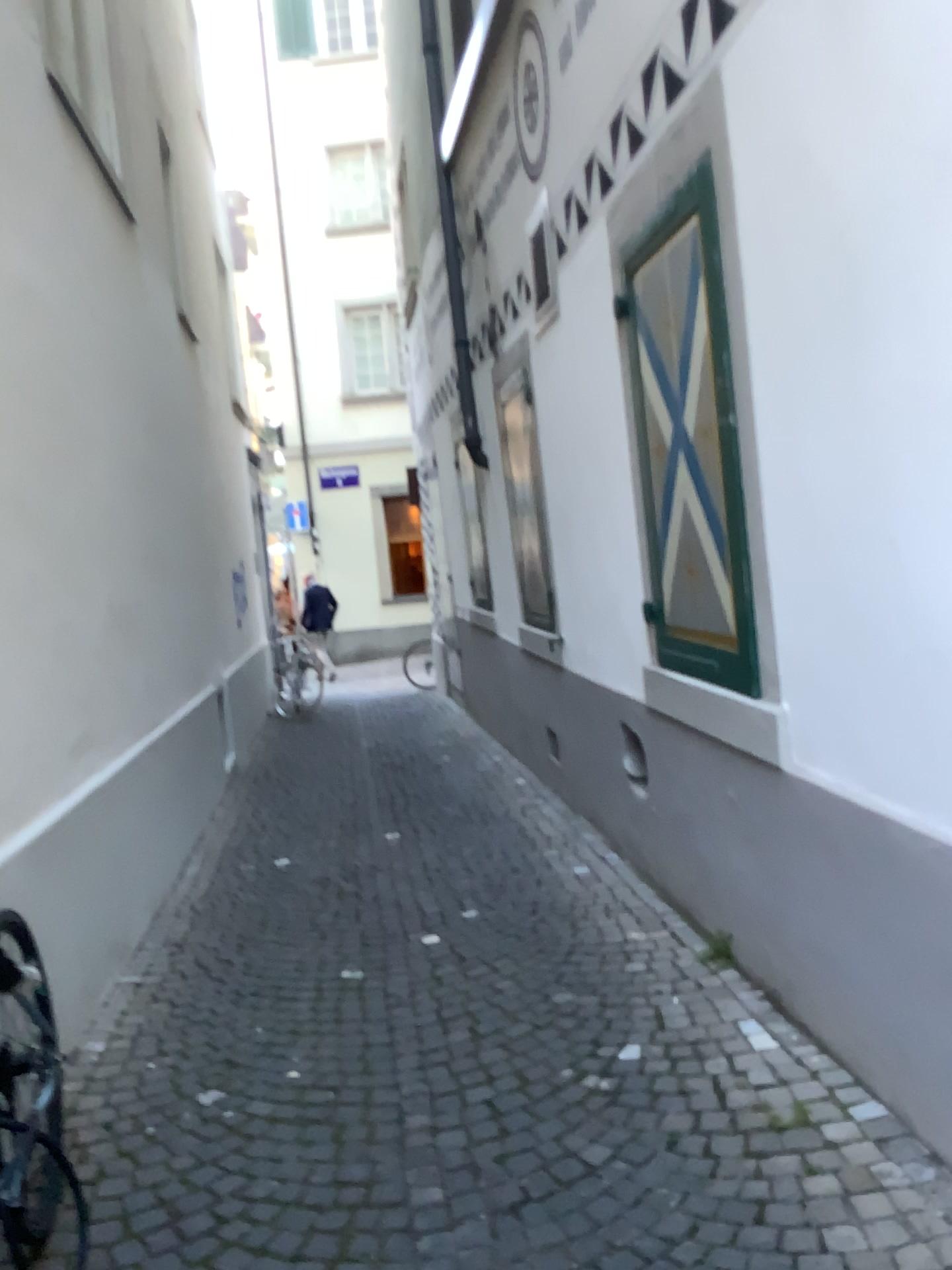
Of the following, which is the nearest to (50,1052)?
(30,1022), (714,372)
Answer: (30,1022)

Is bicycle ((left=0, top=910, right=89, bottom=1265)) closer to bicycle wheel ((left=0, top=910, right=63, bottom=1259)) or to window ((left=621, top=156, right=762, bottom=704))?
bicycle wheel ((left=0, top=910, right=63, bottom=1259))

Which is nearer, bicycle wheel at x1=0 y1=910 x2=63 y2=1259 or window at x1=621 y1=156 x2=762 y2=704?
bicycle wheel at x1=0 y1=910 x2=63 y2=1259

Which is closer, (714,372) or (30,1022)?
(30,1022)

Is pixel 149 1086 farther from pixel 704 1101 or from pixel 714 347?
pixel 714 347

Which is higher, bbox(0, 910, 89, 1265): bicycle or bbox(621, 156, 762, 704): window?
bbox(621, 156, 762, 704): window

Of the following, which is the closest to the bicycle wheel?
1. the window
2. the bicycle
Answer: the bicycle

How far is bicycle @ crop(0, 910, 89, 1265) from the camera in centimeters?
202cm

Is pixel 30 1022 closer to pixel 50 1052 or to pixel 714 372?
pixel 50 1052
